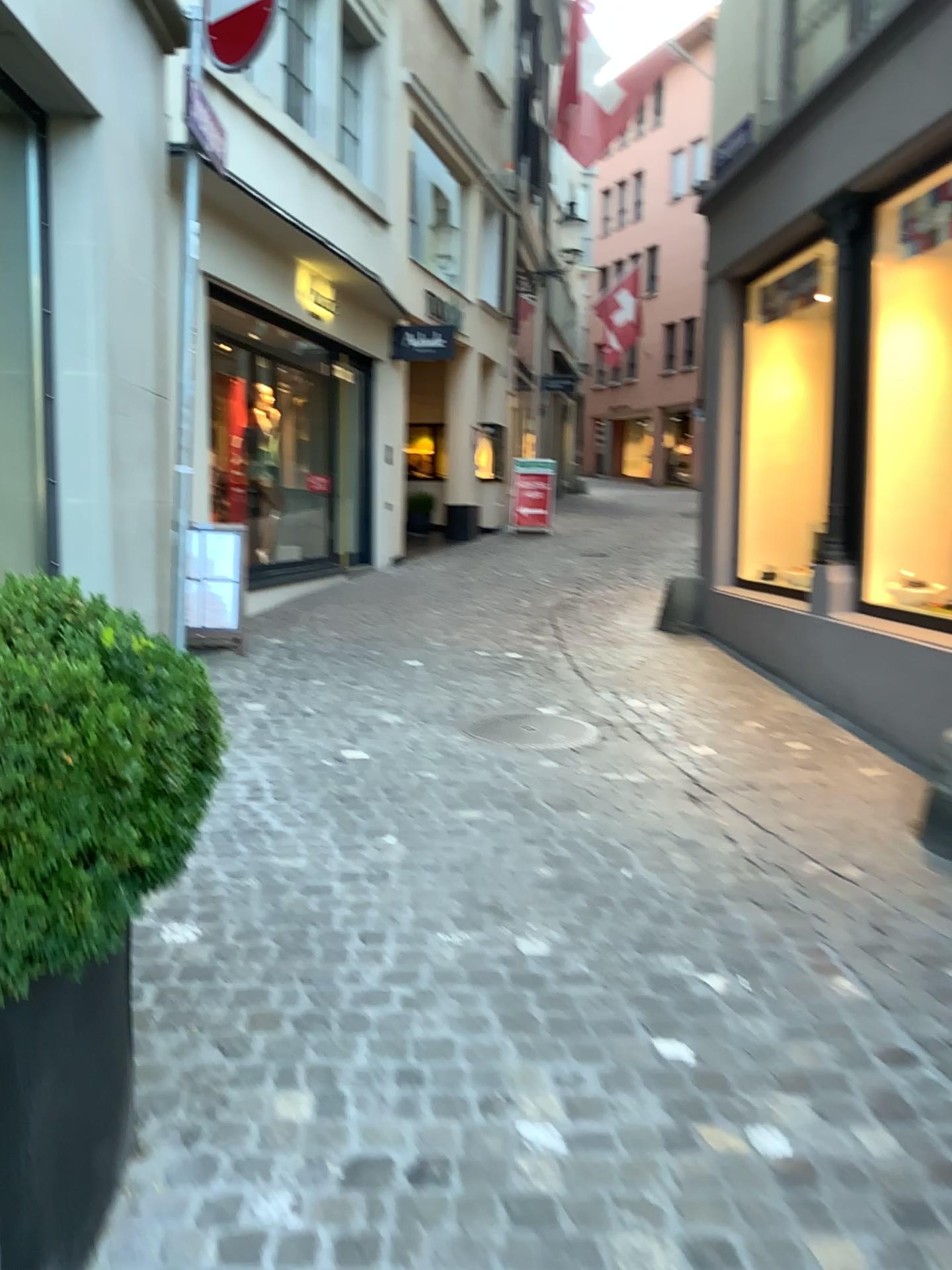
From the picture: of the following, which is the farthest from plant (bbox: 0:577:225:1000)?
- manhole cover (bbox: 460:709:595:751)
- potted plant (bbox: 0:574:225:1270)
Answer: manhole cover (bbox: 460:709:595:751)

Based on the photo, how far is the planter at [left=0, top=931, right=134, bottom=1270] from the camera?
1.42m

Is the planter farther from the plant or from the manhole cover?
the manhole cover

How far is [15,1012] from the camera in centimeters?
142cm

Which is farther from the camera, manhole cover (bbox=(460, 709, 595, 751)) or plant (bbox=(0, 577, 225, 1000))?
manhole cover (bbox=(460, 709, 595, 751))

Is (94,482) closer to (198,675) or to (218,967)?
(218,967)

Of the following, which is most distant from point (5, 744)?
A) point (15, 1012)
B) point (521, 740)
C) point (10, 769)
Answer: point (521, 740)

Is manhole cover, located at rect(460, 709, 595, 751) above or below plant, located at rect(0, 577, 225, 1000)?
below

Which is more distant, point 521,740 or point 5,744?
point 521,740

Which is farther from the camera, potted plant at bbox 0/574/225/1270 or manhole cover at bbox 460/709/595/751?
manhole cover at bbox 460/709/595/751
